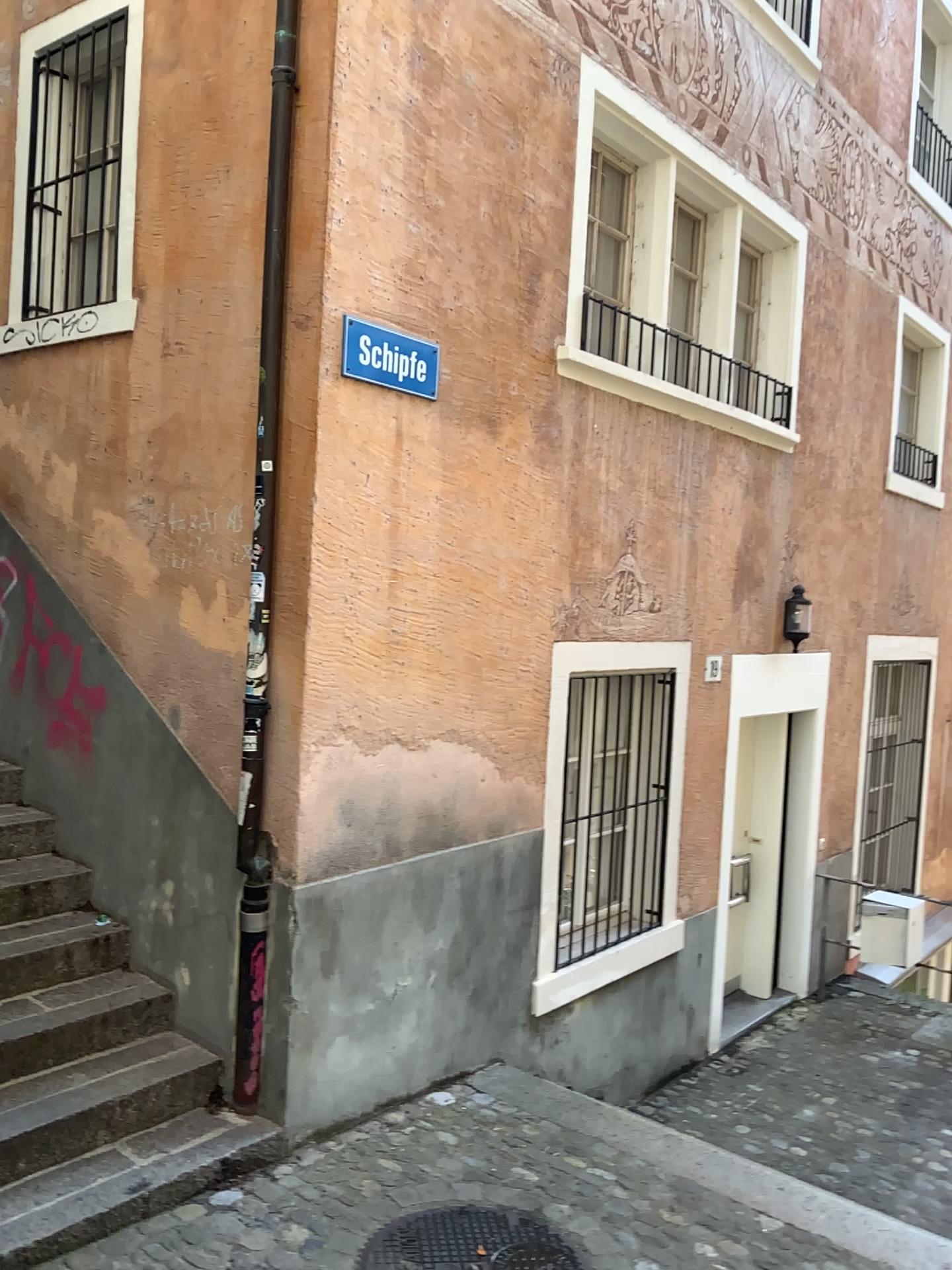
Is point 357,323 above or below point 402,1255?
above

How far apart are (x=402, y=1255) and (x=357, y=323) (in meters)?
3.03

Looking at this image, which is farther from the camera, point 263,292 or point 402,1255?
point 263,292

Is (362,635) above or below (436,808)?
above

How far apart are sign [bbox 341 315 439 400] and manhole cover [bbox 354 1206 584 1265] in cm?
284

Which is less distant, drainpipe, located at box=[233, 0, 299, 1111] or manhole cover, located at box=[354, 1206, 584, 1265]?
manhole cover, located at box=[354, 1206, 584, 1265]

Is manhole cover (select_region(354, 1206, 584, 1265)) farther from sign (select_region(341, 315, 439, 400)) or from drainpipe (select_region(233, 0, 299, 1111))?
sign (select_region(341, 315, 439, 400))

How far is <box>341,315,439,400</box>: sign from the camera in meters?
3.8 m

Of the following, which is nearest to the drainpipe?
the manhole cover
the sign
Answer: the sign

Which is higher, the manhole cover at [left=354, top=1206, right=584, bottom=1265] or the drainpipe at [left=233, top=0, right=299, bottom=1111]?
the drainpipe at [left=233, top=0, right=299, bottom=1111]
